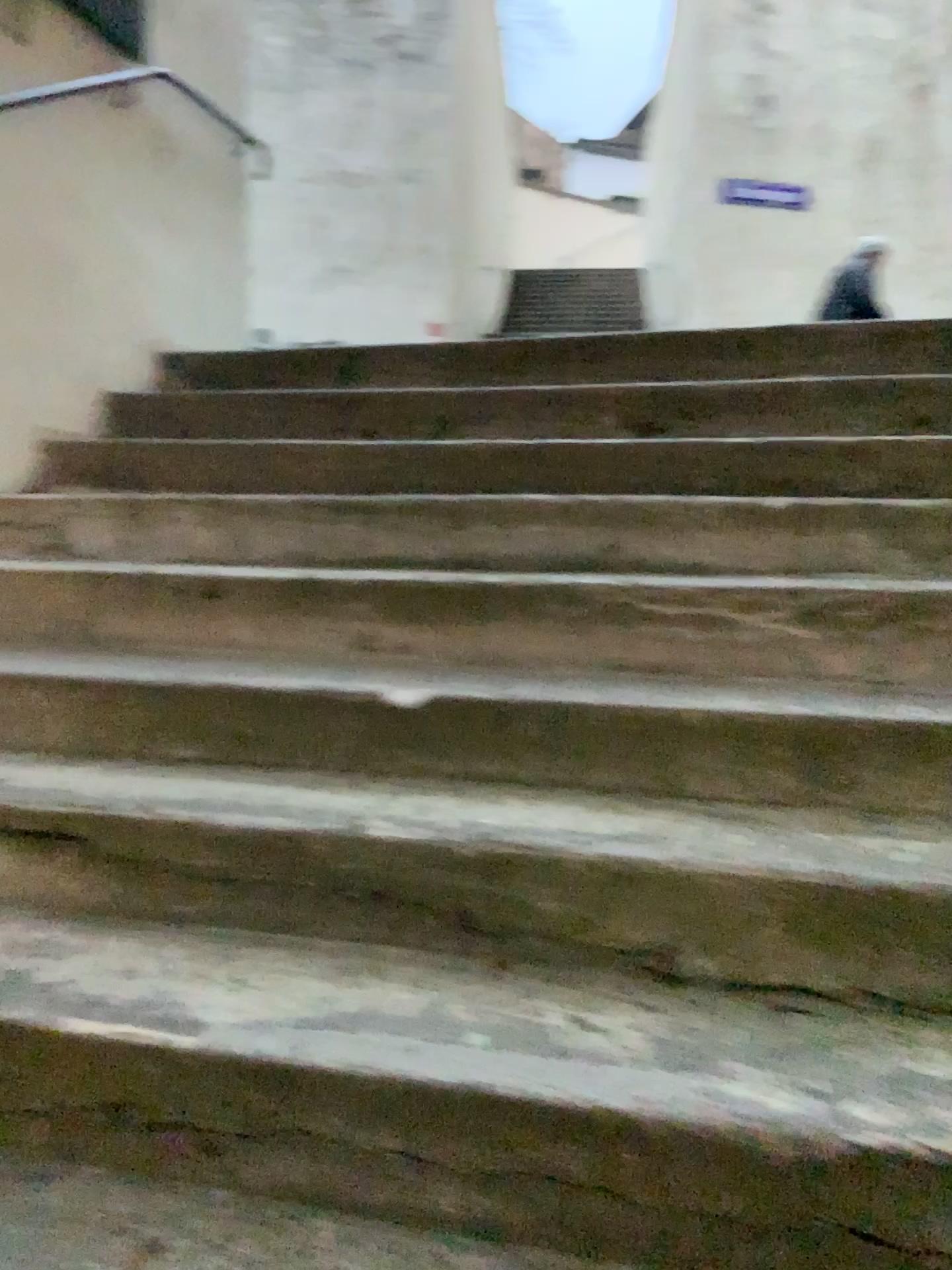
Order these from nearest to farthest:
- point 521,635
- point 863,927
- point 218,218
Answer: point 863,927 → point 521,635 → point 218,218
